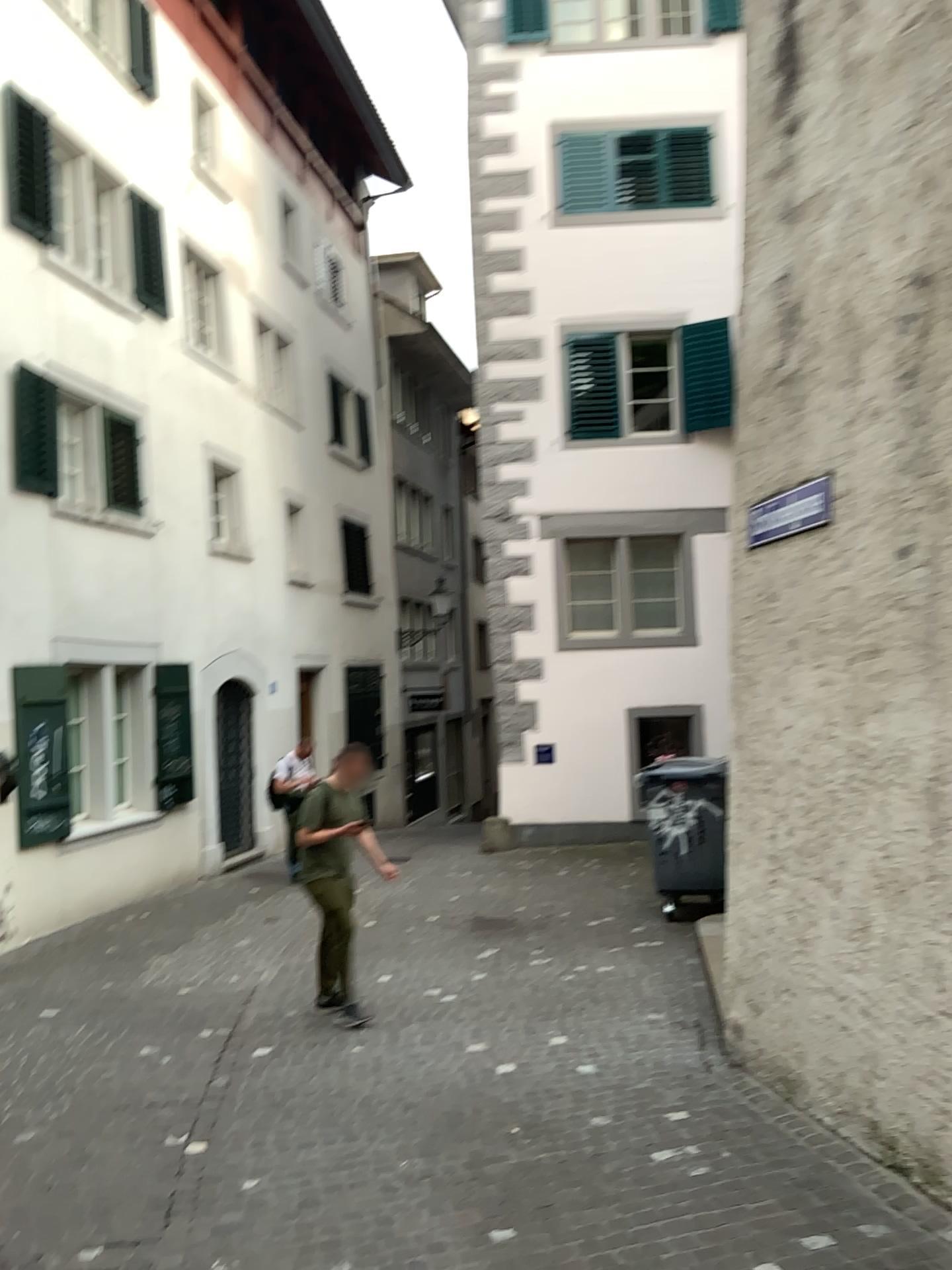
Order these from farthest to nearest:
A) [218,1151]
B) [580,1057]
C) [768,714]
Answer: [580,1057] < [768,714] < [218,1151]
